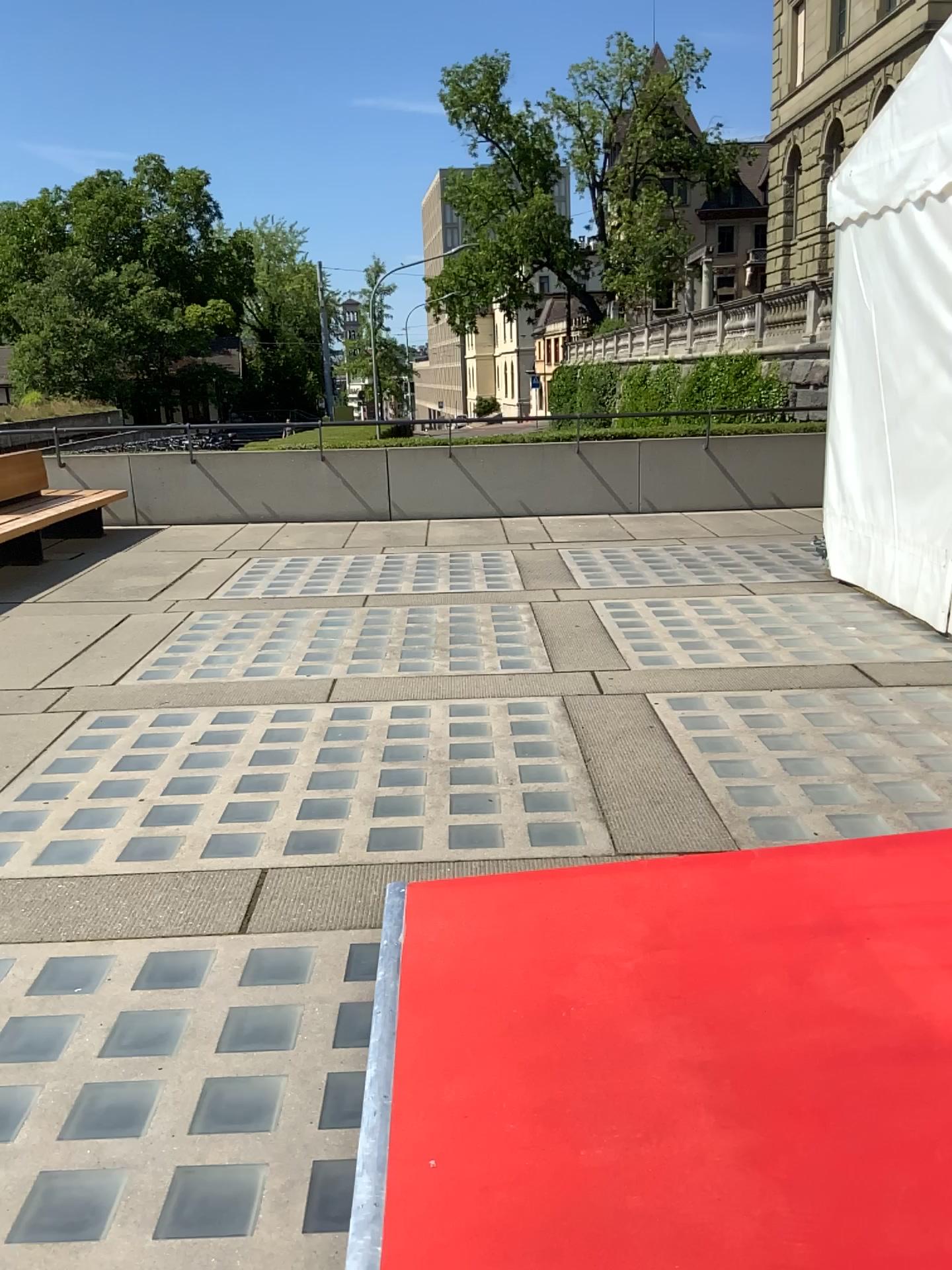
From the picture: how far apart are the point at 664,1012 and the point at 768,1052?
0.25m
